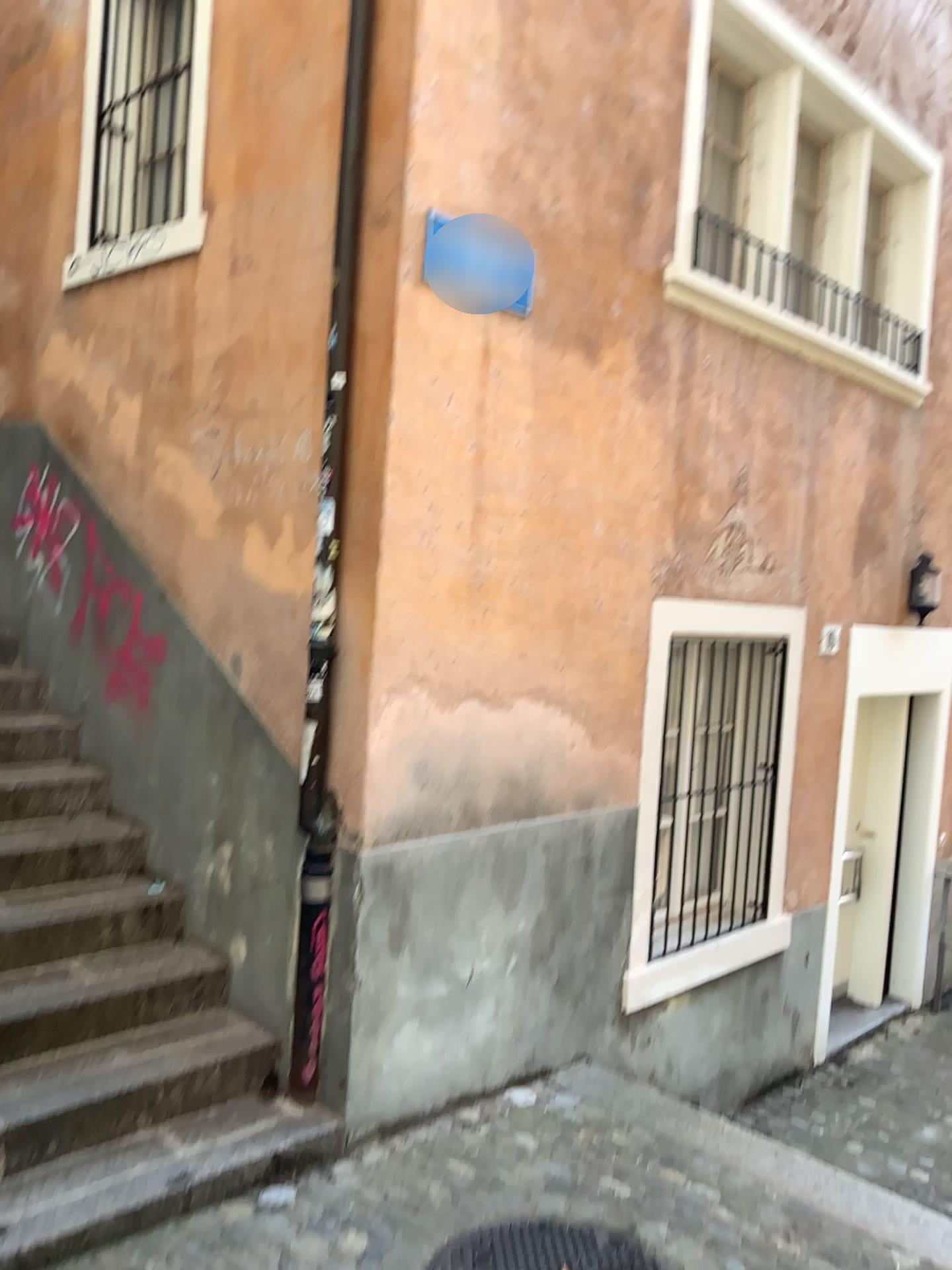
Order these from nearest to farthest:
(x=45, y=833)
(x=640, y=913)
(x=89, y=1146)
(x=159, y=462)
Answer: (x=89, y=1146) → (x=45, y=833) → (x=159, y=462) → (x=640, y=913)

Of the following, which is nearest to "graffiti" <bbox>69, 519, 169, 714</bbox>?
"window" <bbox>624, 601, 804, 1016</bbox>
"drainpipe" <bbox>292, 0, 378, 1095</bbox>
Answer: "drainpipe" <bbox>292, 0, 378, 1095</bbox>

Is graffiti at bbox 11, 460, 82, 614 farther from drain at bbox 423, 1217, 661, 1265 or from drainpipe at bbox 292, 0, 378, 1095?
drain at bbox 423, 1217, 661, 1265

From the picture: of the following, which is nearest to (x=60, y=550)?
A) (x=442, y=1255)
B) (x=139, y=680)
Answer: → (x=139, y=680)

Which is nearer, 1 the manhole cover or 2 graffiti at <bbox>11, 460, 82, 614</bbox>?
1 the manhole cover

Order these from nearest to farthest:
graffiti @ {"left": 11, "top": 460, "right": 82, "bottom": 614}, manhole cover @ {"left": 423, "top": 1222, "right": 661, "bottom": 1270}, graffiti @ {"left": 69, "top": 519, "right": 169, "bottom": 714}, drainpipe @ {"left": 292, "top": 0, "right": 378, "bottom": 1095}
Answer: manhole cover @ {"left": 423, "top": 1222, "right": 661, "bottom": 1270}, drainpipe @ {"left": 292, "top": 0, "right": 378, "bottom": 1095}, graffiti @ {"left": 69, "top": 519, "right": 169, "bottom": 714}, graffiti @ {"left": 11, "top": 460, "right": 82, "bottom": 614}

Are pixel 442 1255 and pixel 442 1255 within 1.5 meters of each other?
yes

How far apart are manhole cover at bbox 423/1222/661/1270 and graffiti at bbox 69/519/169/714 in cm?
232

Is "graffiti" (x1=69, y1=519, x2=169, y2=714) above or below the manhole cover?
above

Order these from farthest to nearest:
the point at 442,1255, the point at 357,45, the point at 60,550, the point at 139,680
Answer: the point at 60,550
the point at 139,680
the point at 357,45
the point at 442,1255
